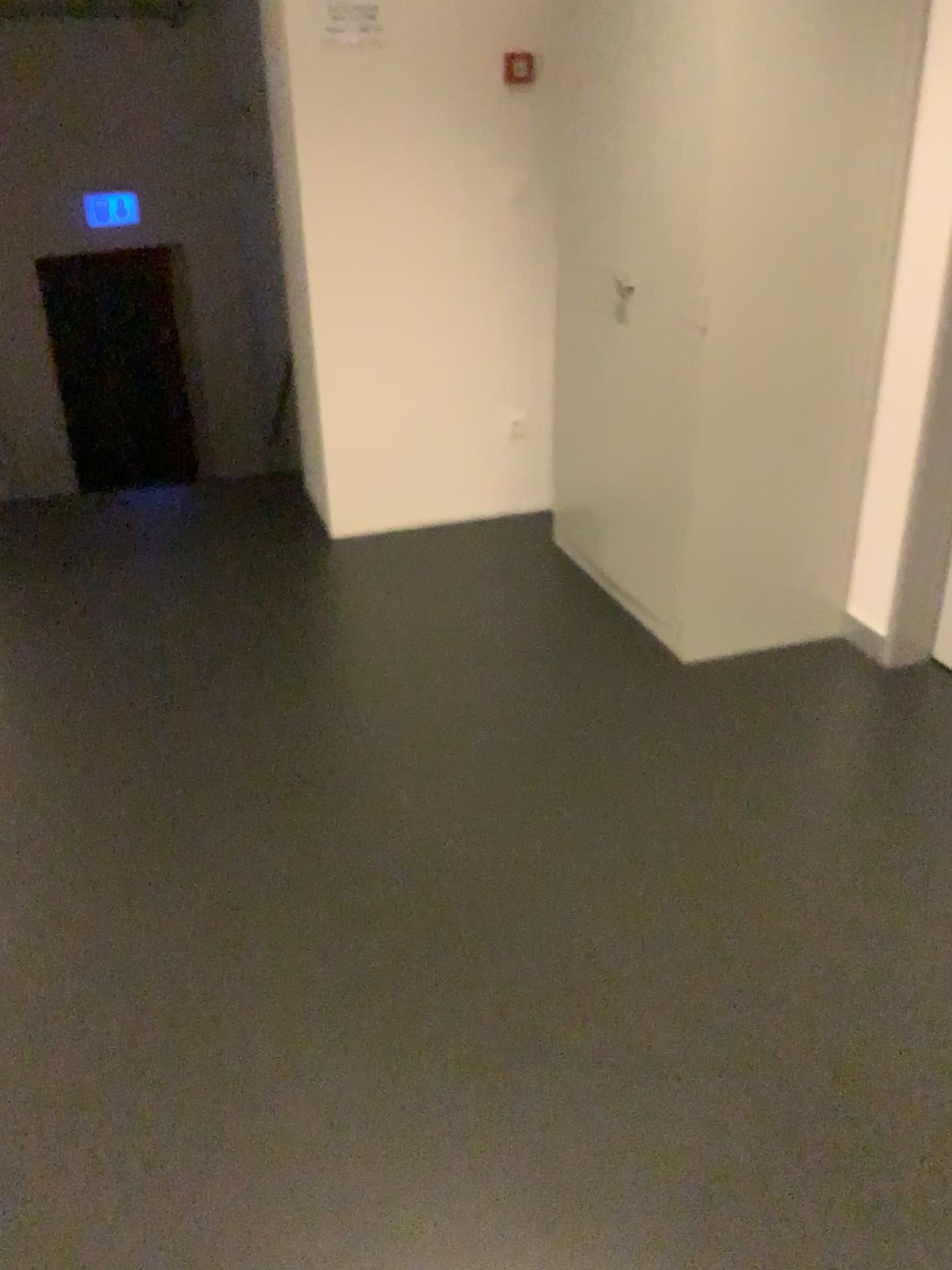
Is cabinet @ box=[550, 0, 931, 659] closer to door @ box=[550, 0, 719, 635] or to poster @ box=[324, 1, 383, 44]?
door @ box=[550, 0, 719, 635]

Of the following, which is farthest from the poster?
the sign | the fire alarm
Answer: the fire alarm

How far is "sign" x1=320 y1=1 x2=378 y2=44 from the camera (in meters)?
3.23

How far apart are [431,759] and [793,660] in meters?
1.1 m

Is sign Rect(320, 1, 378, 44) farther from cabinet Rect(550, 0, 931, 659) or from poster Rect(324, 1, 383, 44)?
cabinet Rect(550, 0, 931, 659)

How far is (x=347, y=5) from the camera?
3.2m

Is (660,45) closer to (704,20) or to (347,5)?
(704,20)

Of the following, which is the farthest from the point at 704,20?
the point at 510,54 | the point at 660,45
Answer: the point at 510,54

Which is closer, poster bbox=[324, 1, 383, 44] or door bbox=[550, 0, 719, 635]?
door bbox=[550, 0, 719, 635]
